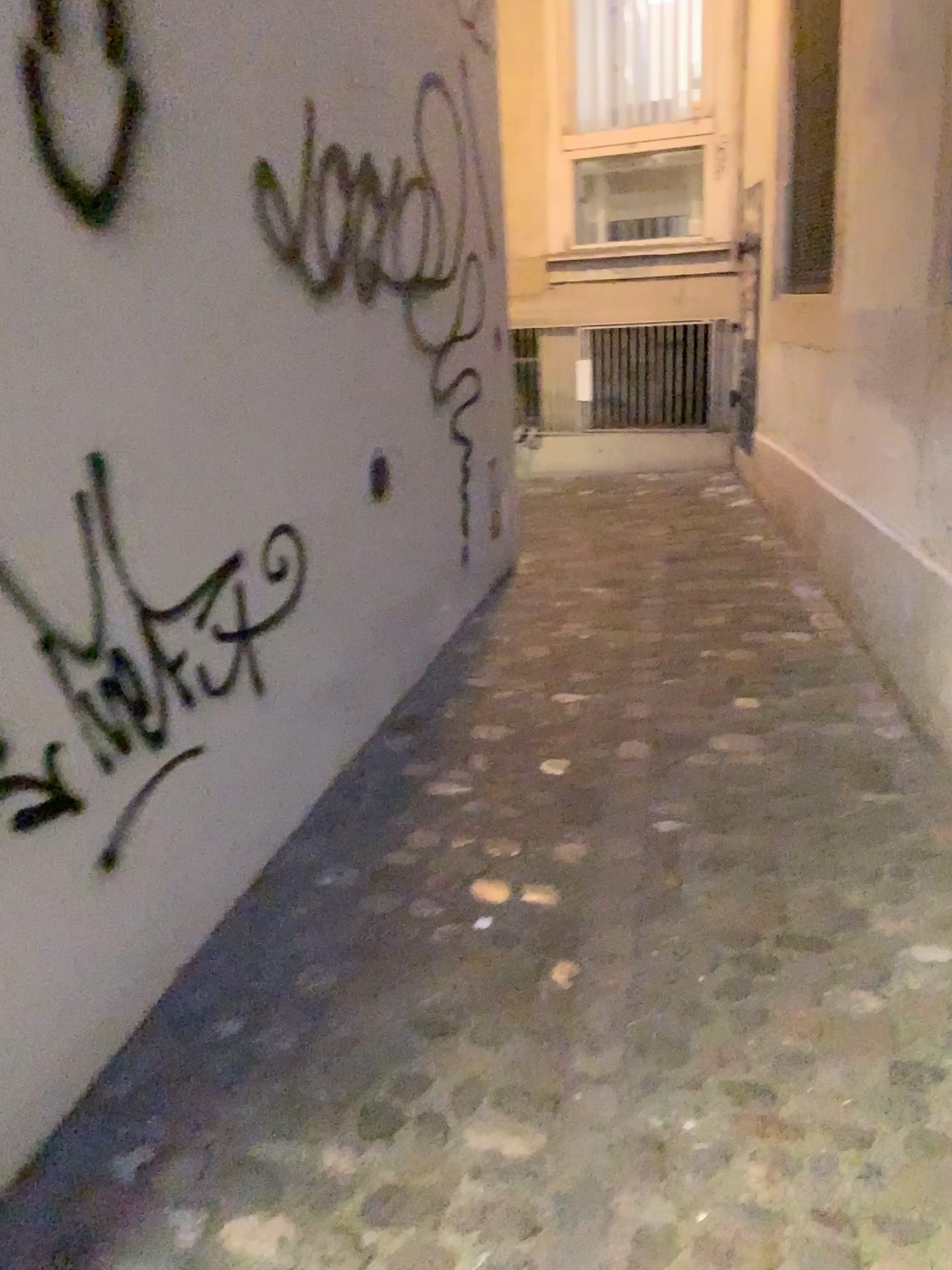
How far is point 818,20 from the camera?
4.2 meters

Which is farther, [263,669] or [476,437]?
[476,437]

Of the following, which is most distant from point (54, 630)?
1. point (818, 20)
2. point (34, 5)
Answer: point (818, 20)

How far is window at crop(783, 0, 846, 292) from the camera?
4.2m

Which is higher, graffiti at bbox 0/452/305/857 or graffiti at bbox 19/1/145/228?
graffiti at bbox 19/1/145/228

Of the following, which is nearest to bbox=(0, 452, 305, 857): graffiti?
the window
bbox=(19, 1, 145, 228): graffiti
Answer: bbox=(19, 1, 145, 228): graffiti

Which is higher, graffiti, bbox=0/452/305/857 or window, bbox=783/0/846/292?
window, bbox=783/0/846/292

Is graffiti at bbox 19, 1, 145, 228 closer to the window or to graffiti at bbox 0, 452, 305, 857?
graffiti at bbox 0, 452, 305, 857

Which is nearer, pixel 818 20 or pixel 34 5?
pixel 34 5

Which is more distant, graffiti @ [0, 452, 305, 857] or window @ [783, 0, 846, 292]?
window @ [783, 0, 846, 292]
